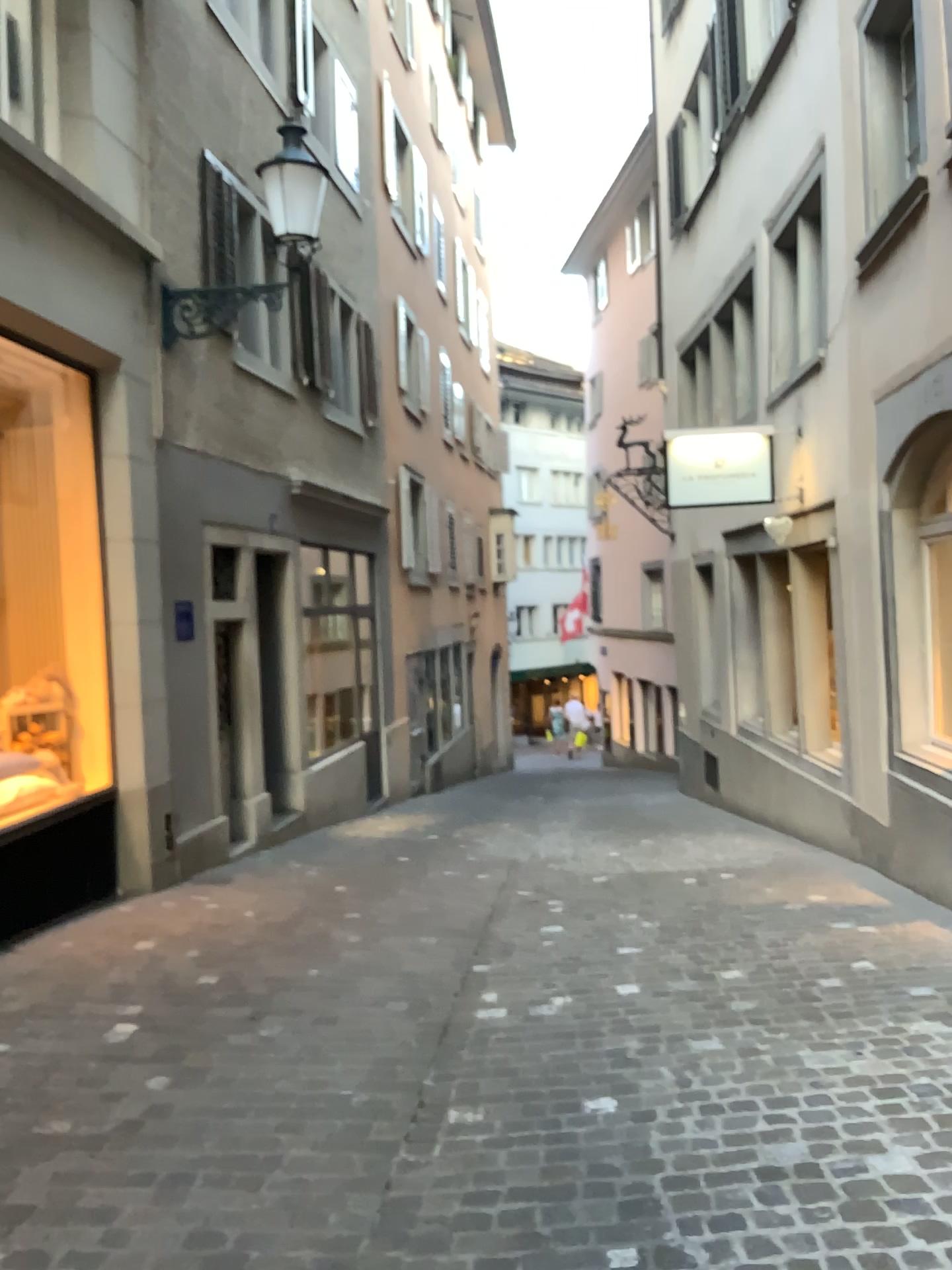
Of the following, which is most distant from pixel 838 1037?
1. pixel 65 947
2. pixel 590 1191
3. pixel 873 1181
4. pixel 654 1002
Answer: pixel 65 947
